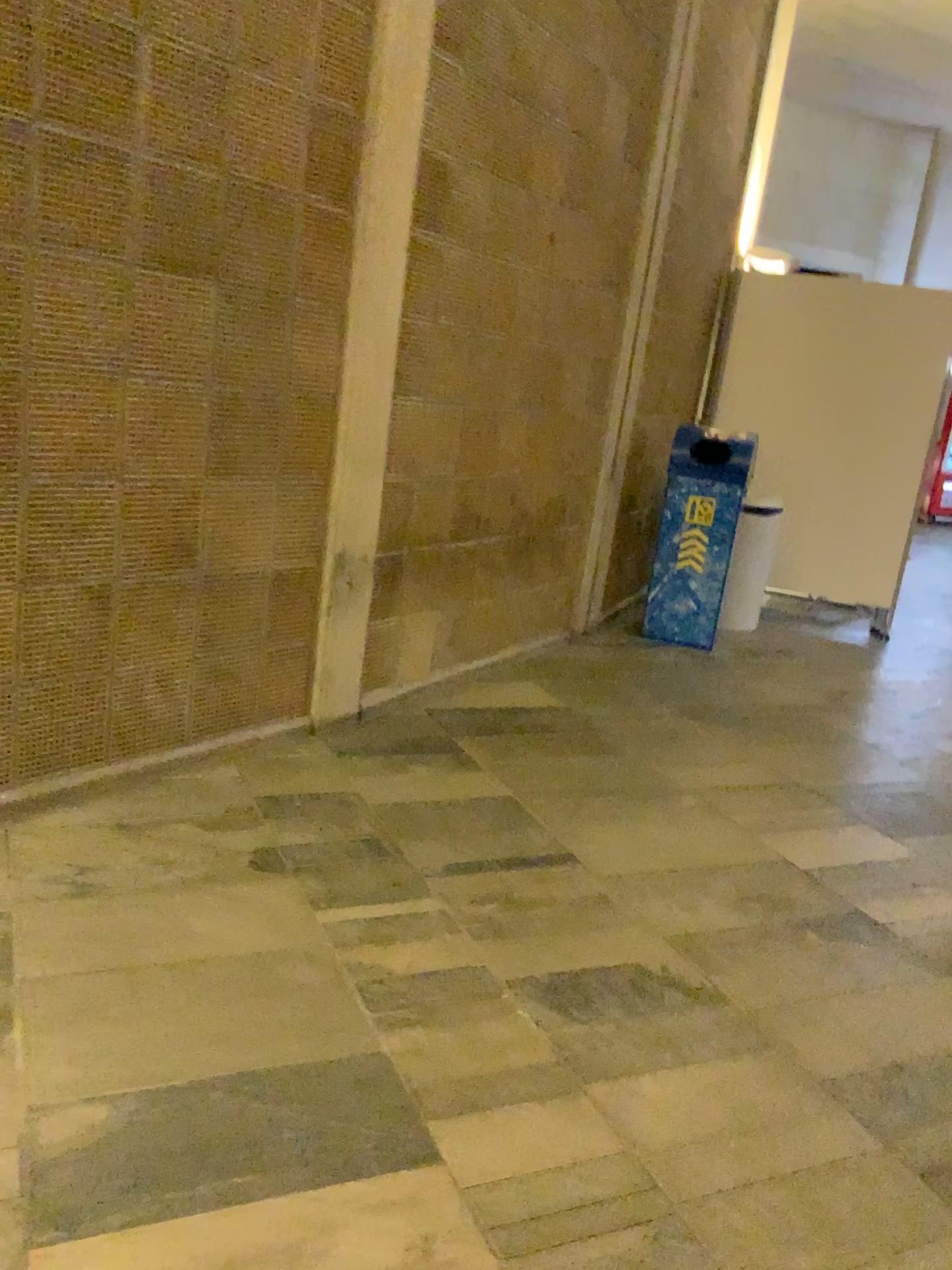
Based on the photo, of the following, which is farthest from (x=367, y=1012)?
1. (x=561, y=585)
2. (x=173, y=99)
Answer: (x=561, y=585)
